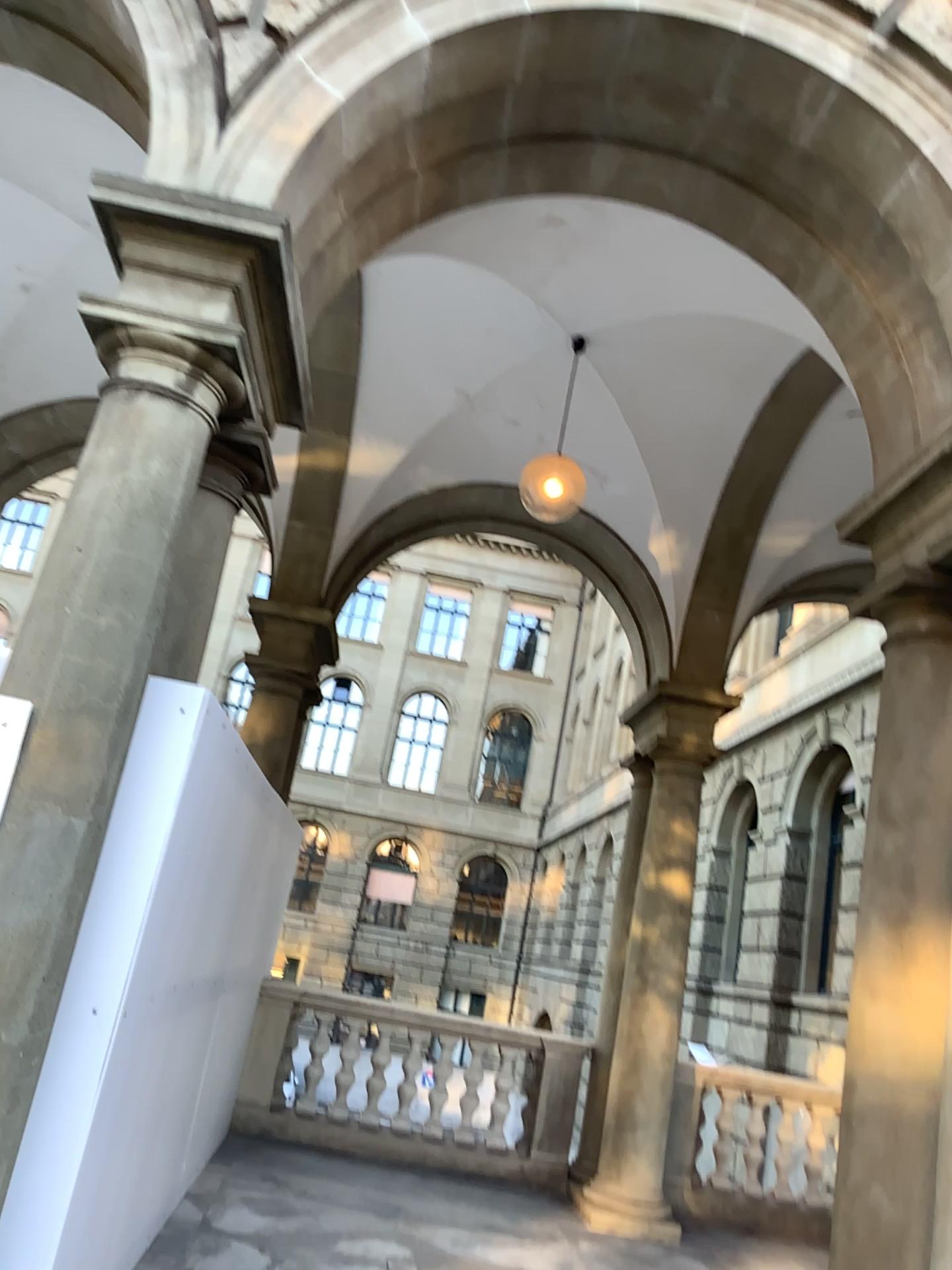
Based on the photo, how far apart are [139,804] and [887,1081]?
2.64m
